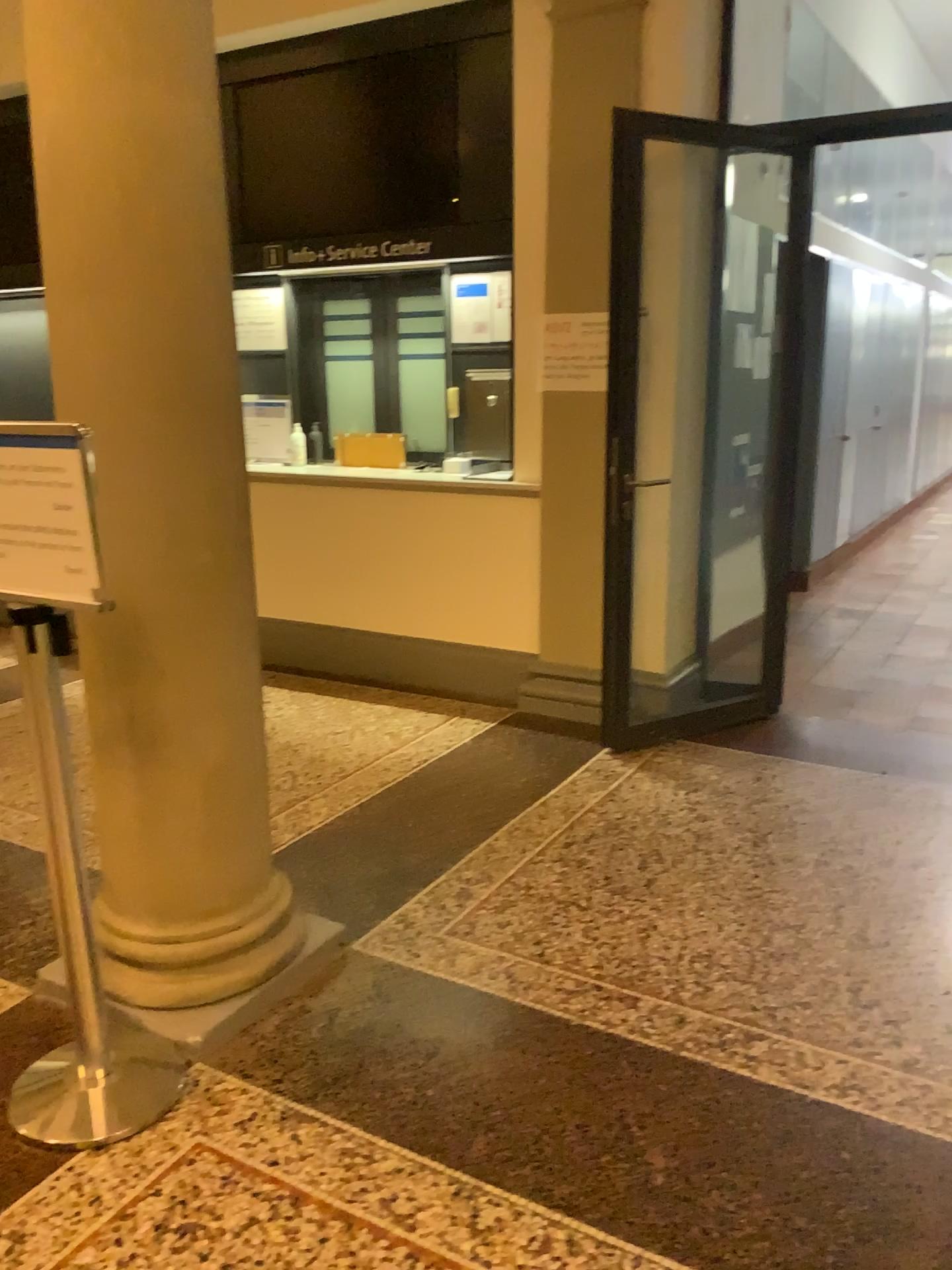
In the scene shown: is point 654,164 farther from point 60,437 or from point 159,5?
point 60,437

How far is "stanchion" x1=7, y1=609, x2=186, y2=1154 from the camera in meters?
1.9

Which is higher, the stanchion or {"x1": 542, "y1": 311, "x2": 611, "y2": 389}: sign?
{"x1": 542, "y1": 311, "x2": 611, "y2": 389}: sign

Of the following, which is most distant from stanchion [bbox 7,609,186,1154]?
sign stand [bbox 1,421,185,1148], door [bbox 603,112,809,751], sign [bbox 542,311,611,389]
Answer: sign [bbox 542,311,611,389]

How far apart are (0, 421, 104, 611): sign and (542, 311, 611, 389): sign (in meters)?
2.62

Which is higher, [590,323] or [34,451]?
[590,323]

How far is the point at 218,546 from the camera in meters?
2.3

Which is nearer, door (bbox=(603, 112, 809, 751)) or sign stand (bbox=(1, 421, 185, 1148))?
sign stand (bbox=(1, 421, 185, 1148))

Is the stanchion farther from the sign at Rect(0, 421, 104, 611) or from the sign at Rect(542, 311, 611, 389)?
the sign at Rect(542, 311, 611, 389)

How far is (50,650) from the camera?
1.9 meters
